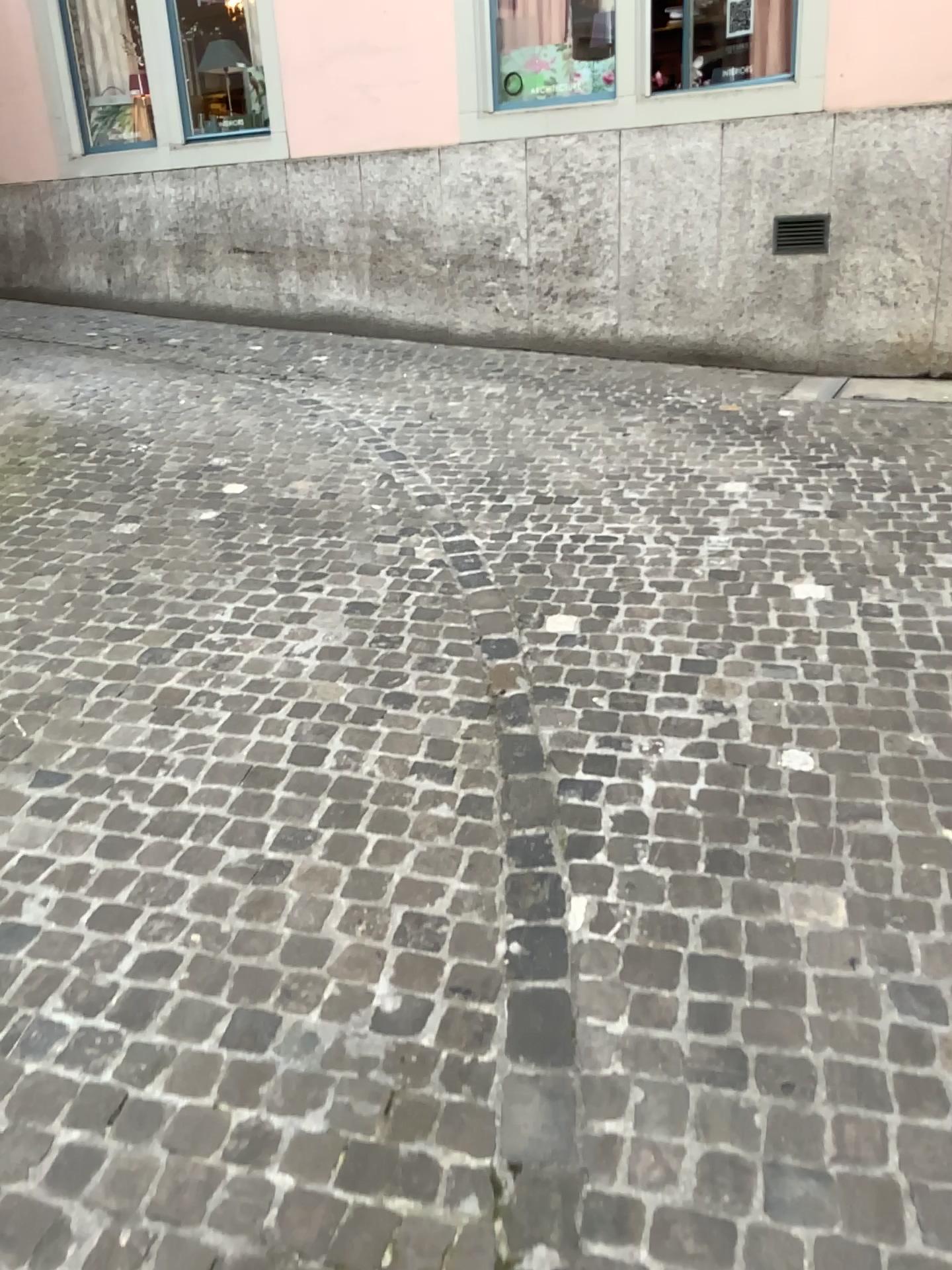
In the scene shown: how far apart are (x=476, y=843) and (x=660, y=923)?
0.45m
